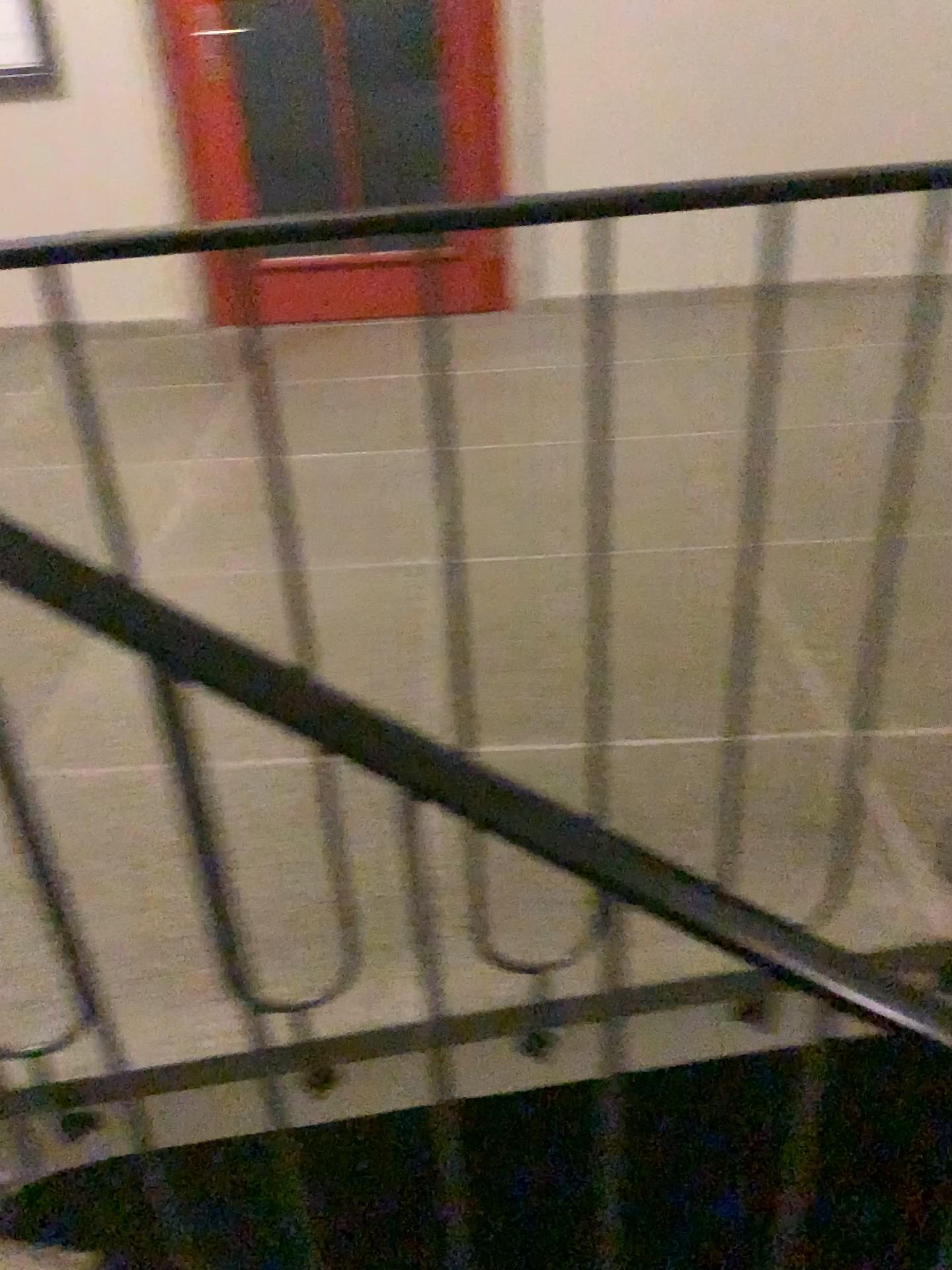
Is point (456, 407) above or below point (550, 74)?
below
